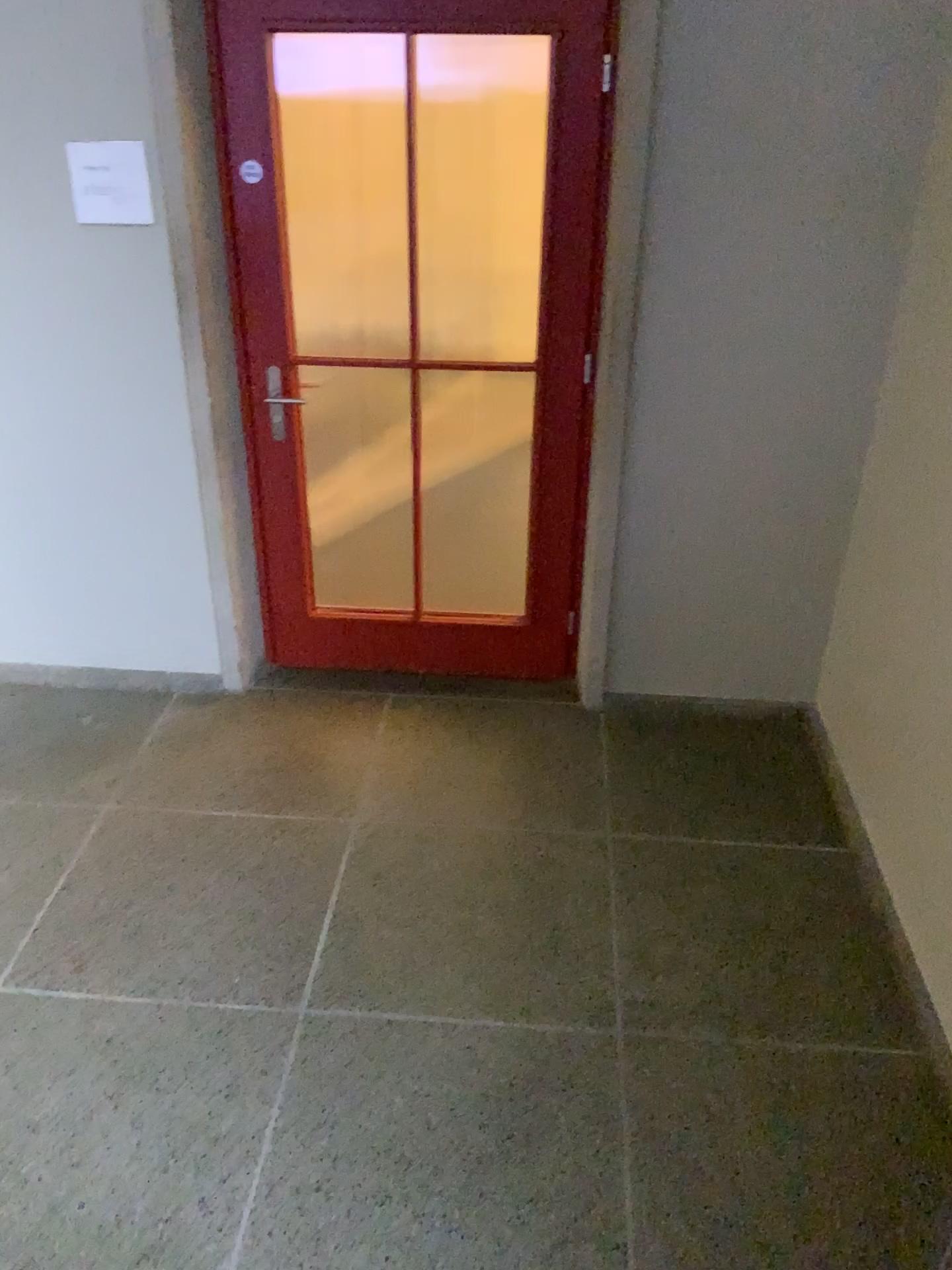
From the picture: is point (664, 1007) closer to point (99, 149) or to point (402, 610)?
point (402, 610)
